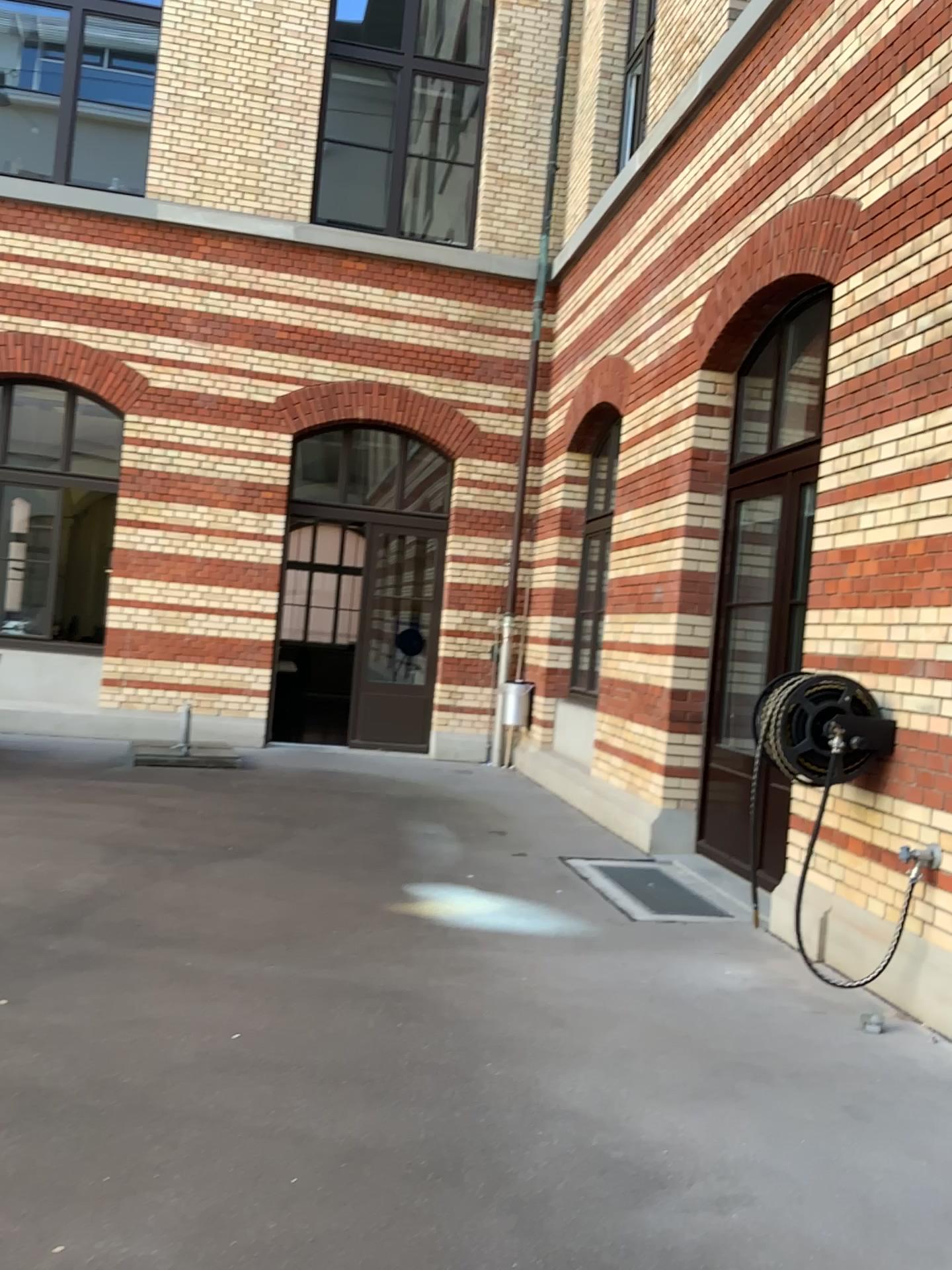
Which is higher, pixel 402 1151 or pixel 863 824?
pixel 863 824
